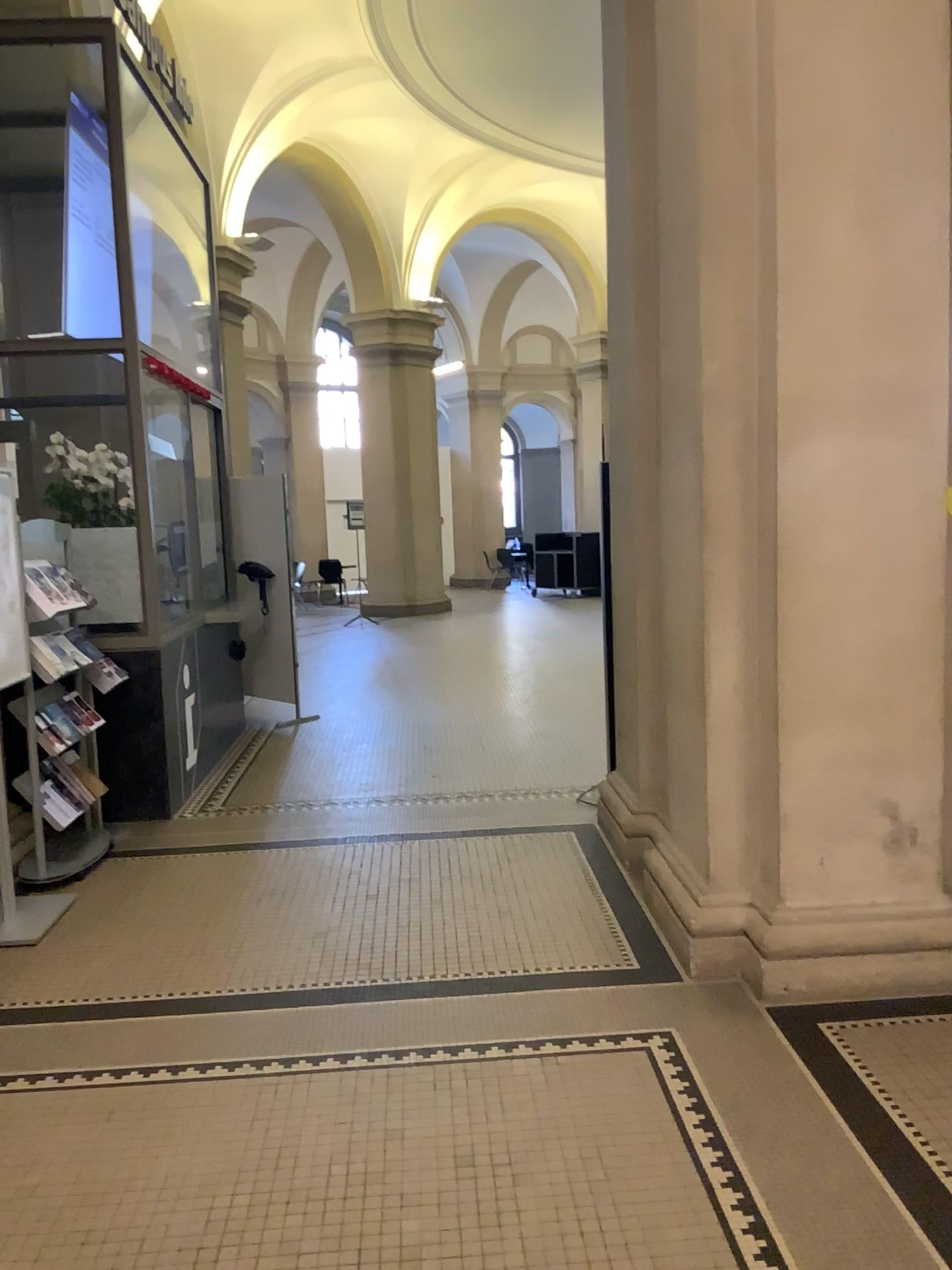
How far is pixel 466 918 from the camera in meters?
4.0 m
